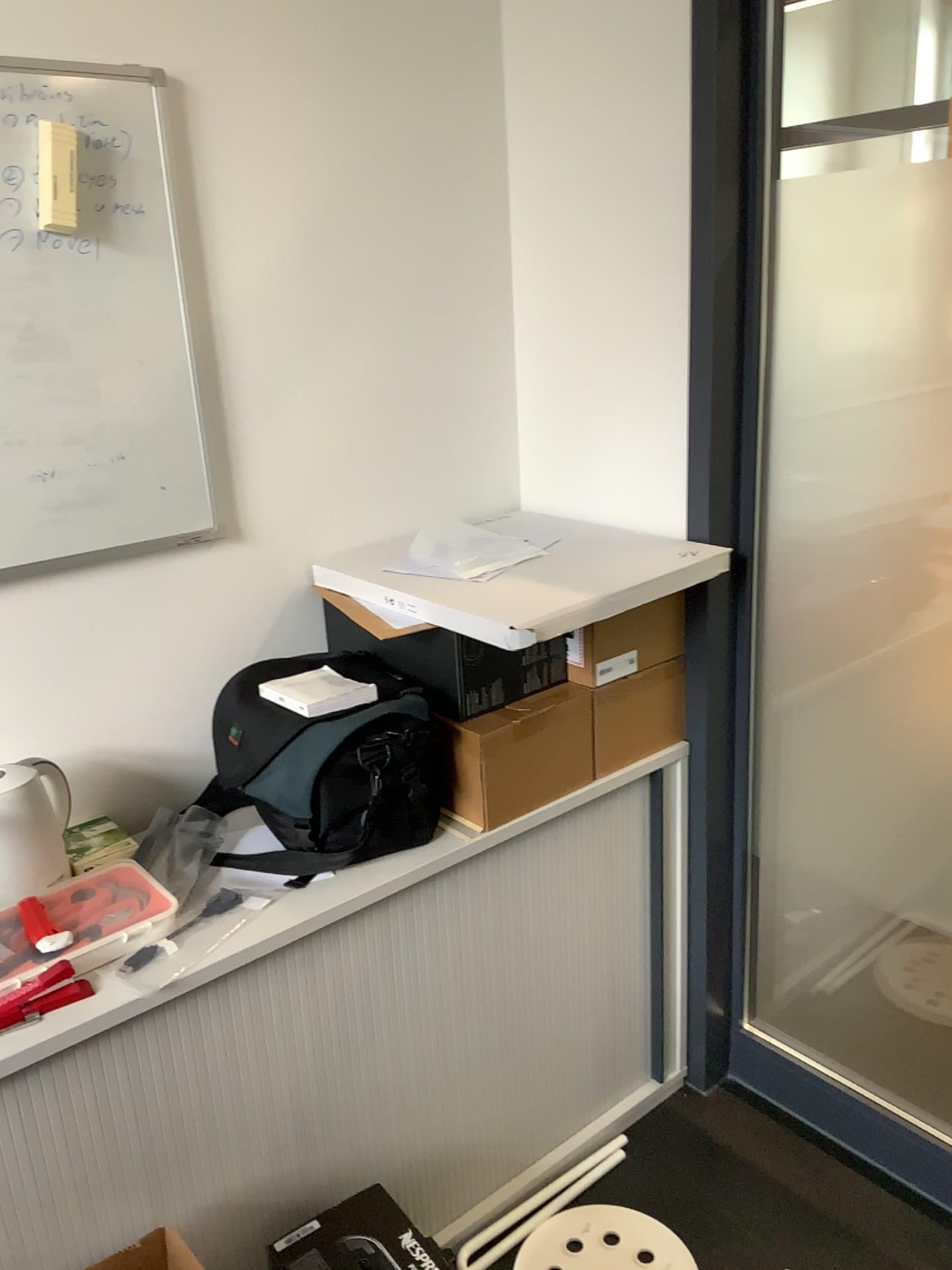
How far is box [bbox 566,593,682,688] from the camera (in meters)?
1.79

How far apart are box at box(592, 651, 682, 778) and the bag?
0.3 meters

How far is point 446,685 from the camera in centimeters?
170cm

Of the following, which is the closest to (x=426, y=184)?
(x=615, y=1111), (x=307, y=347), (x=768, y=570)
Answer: (x=307, y=347)

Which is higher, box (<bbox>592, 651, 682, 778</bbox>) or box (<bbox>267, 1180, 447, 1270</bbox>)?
box (<bbox>592, 651, 682, 778</bbox>)

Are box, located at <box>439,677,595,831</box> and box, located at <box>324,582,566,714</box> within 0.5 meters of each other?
yes

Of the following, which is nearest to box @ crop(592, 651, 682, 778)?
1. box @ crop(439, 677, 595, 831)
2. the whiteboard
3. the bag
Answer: box @ crop(439, 677, 595, 831)

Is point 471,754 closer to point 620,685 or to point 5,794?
point 620,685

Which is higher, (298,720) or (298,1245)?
(298,720)

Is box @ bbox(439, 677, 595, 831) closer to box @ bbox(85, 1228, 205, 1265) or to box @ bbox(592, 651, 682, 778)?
box @ bbox(592, 651, 682, 778)
